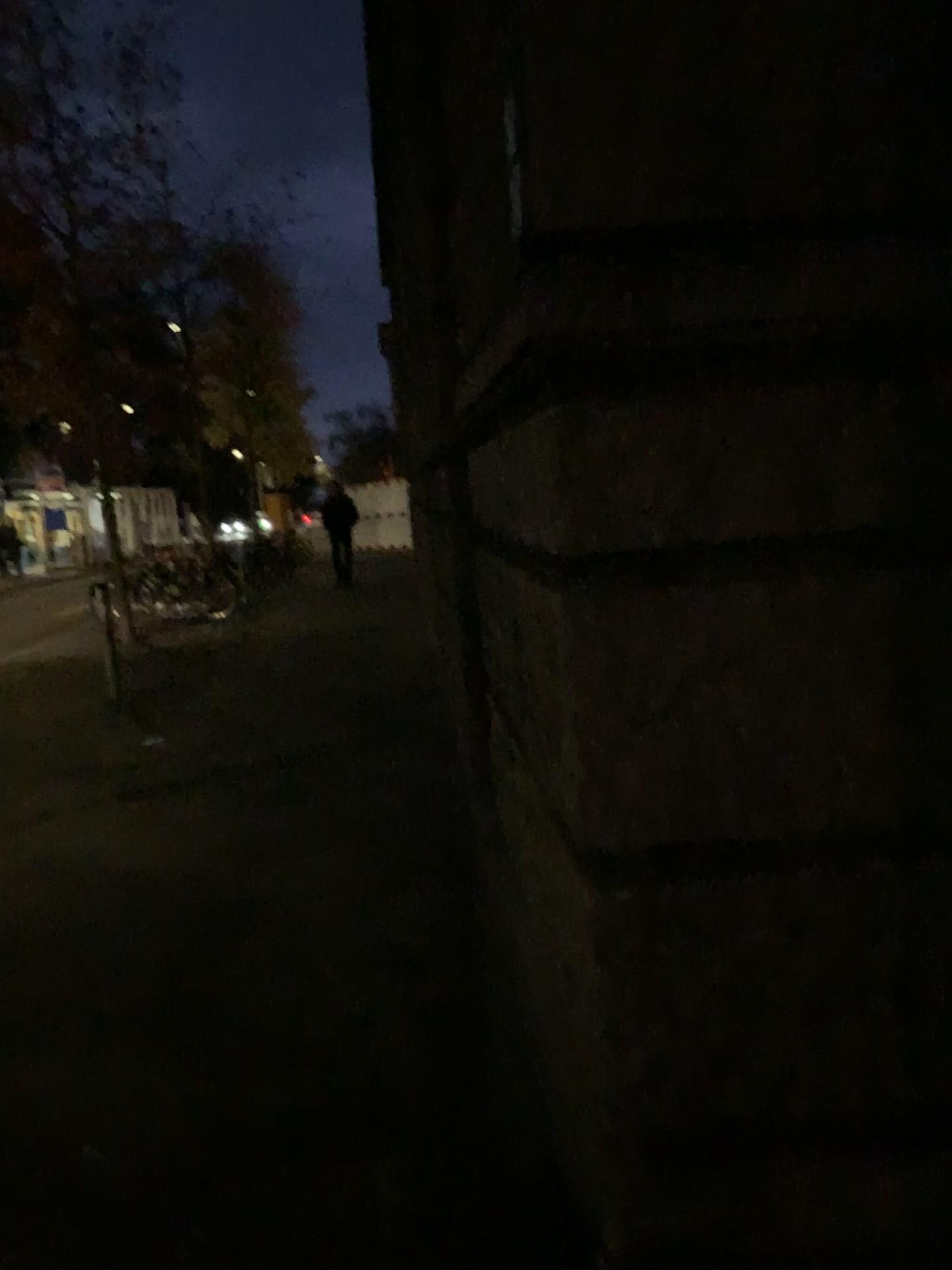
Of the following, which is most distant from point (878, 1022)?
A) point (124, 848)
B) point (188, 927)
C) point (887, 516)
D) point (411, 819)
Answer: point (124, 848)
